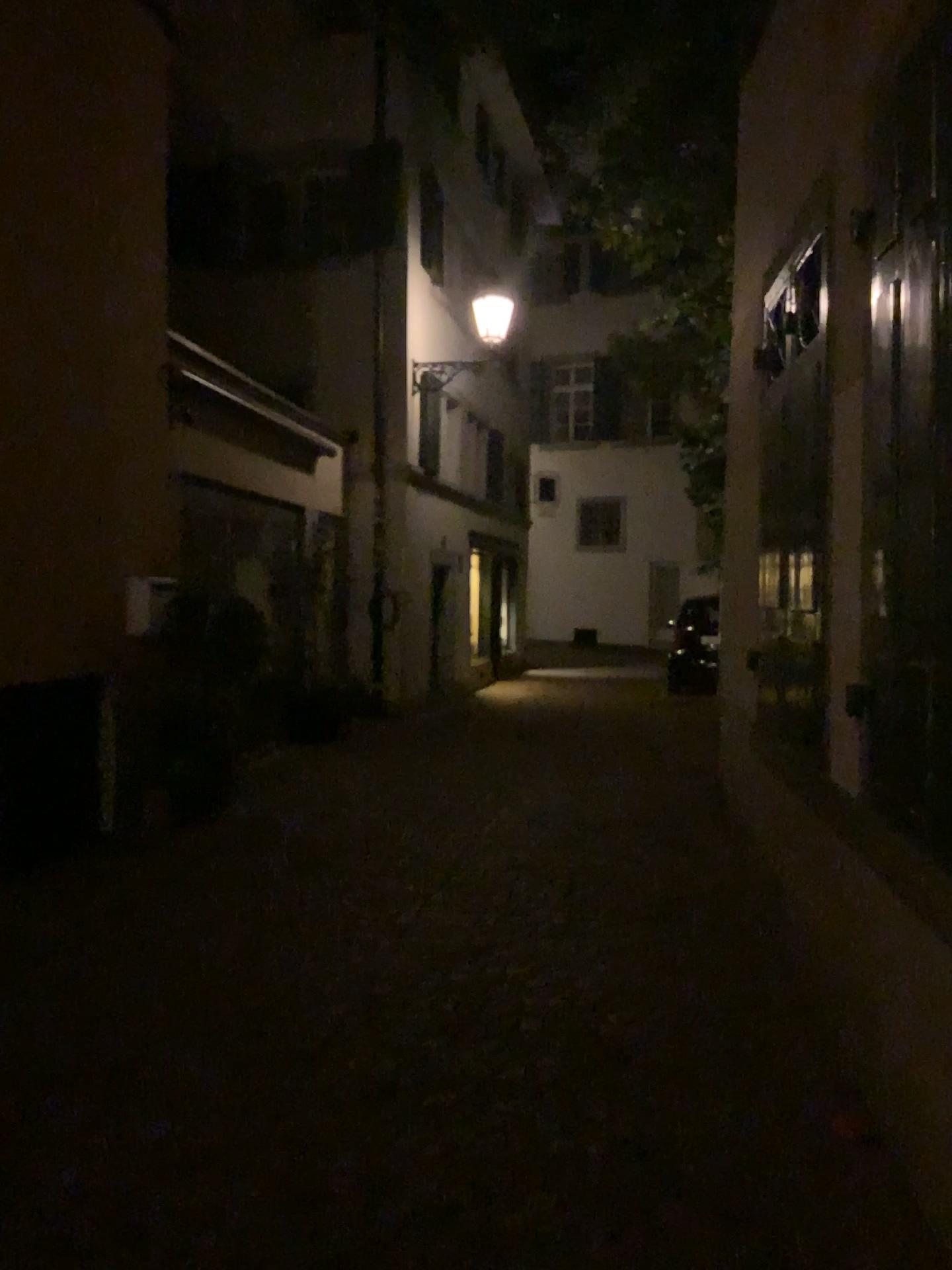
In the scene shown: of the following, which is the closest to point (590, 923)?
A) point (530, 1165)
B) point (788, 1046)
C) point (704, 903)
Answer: point (704, 903)
